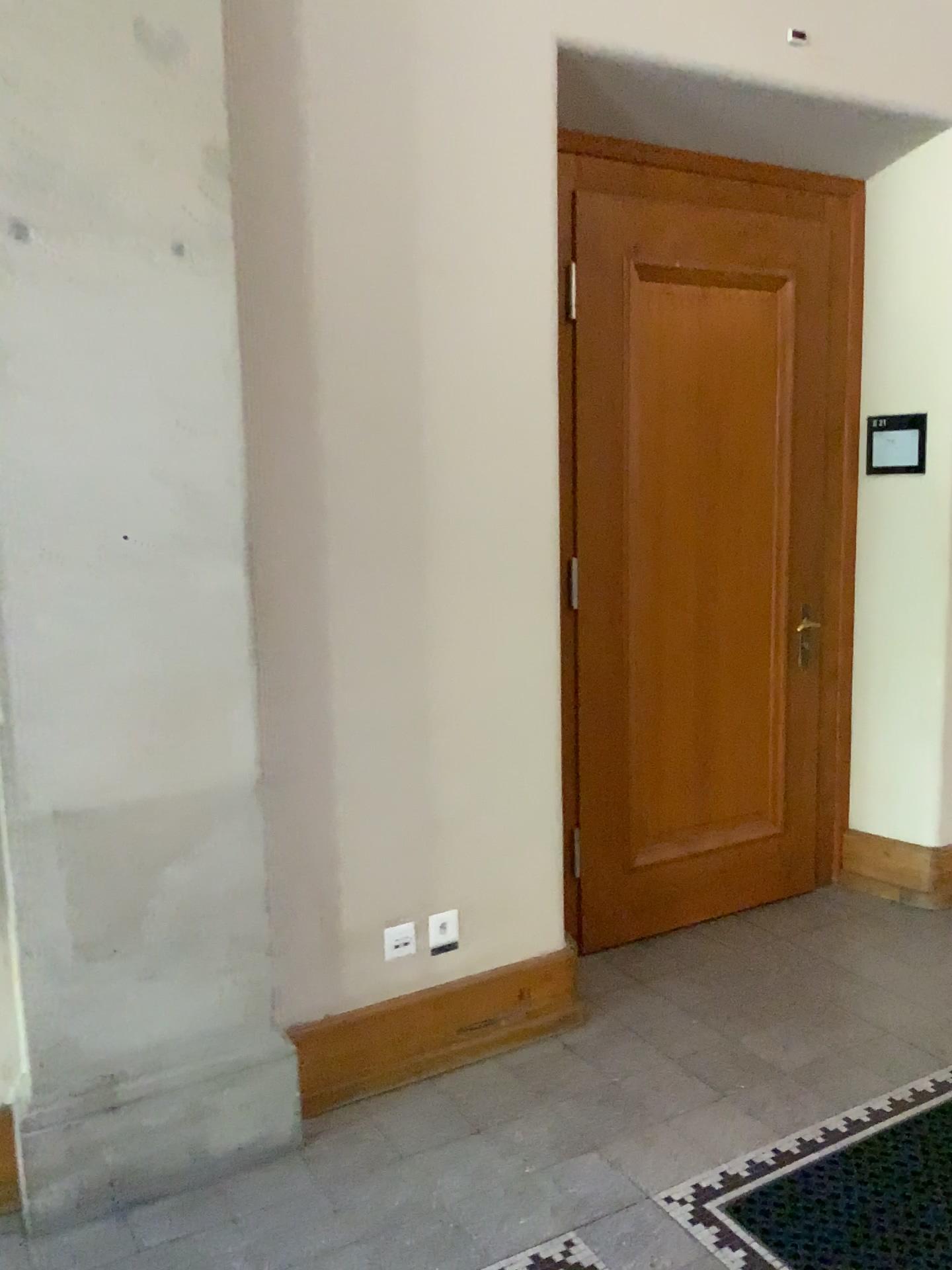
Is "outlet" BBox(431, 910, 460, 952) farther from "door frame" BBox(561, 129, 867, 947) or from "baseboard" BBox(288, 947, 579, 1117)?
"door frame" BBox(561, 129, 867, 947)

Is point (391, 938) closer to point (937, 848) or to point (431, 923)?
point (431, 923)

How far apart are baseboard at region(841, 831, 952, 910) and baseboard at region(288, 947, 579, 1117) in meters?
1.4

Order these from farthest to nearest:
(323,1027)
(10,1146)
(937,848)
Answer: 1. (937,848)
2. (323,1027)
3. (10,1146)

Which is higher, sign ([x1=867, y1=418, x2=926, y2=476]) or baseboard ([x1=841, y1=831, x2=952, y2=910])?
sign ([x1=867, y1=418, x2=926, y2=476])

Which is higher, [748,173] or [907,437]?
[748,173]

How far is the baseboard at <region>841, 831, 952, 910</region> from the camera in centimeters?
381cm

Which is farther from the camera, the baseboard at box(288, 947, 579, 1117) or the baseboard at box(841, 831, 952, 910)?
the baseboard at box(841, 831, 952, 910)

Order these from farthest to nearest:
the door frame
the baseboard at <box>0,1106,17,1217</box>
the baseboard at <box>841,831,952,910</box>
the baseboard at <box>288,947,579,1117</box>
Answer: the baseboard at <box>841,831,952,910</box> → the door frame → the baseboard at <box>288,947,579,1117</box> → the baseboard at <box>0,1106,17,1217</box>

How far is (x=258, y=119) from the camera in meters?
2.4
